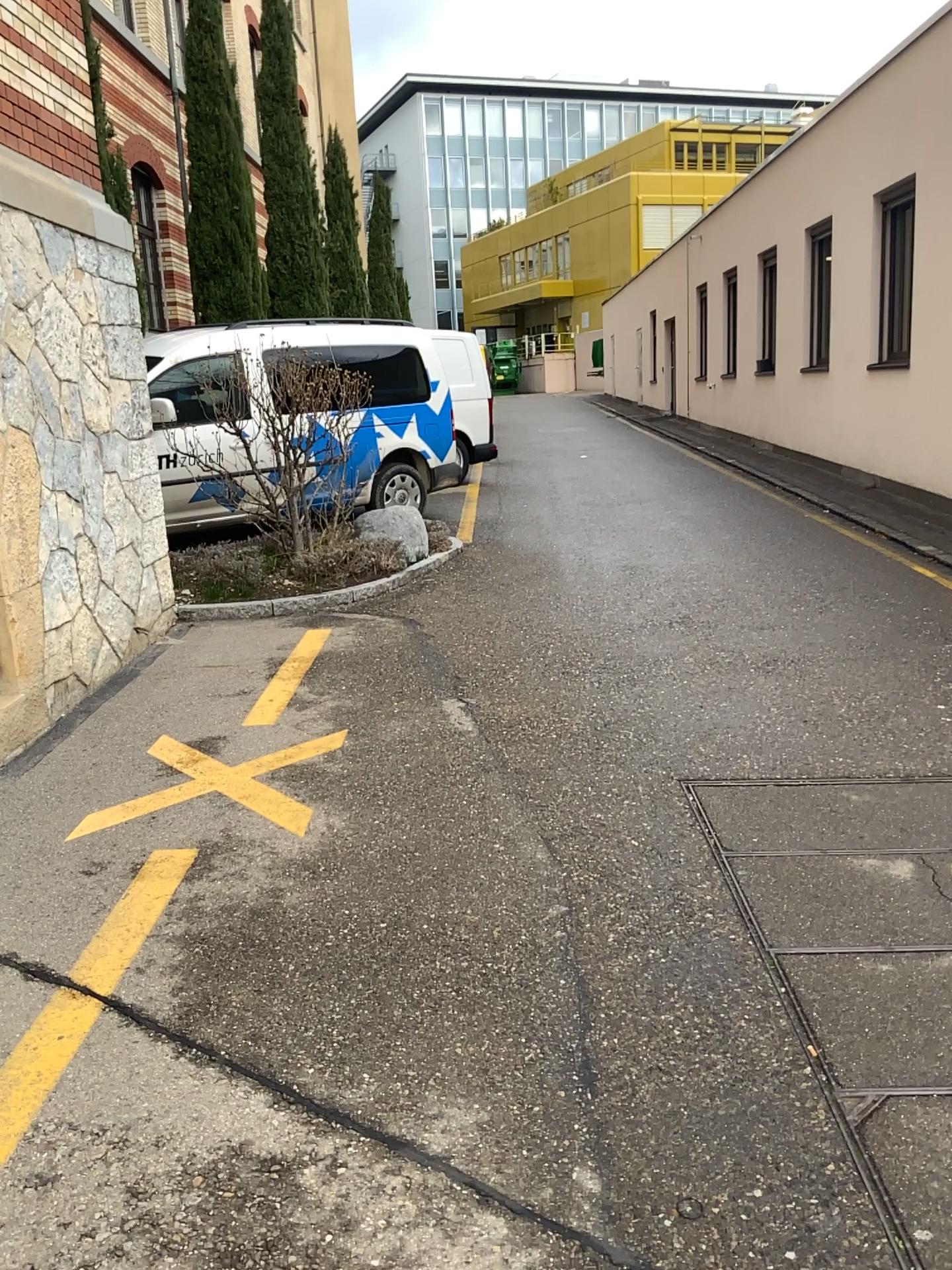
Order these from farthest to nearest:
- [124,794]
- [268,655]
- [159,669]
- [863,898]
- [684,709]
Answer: [268,655]
[159,669]
[684,709]
[124,794]
[863,898]
